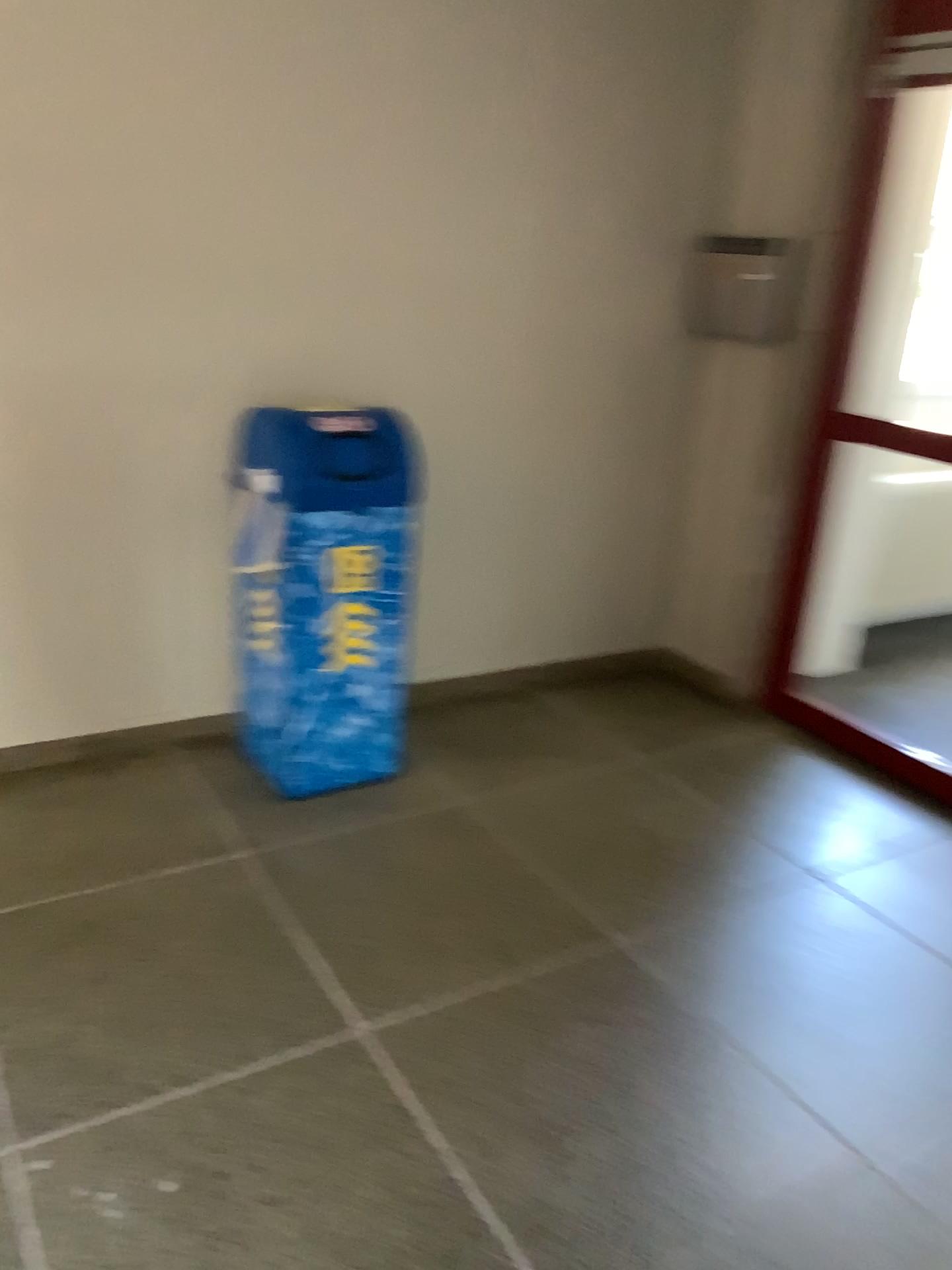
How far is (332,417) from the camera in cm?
280

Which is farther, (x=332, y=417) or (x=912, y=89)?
(x=912, y=89)

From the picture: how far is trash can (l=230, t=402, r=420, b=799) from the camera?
2.80m

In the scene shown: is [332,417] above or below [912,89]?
below

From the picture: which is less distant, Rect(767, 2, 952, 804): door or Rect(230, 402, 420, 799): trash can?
Rect(230, 402, 420, 799): trash can

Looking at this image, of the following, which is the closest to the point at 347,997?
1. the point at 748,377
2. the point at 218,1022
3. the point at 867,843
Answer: the point at 218,1022
